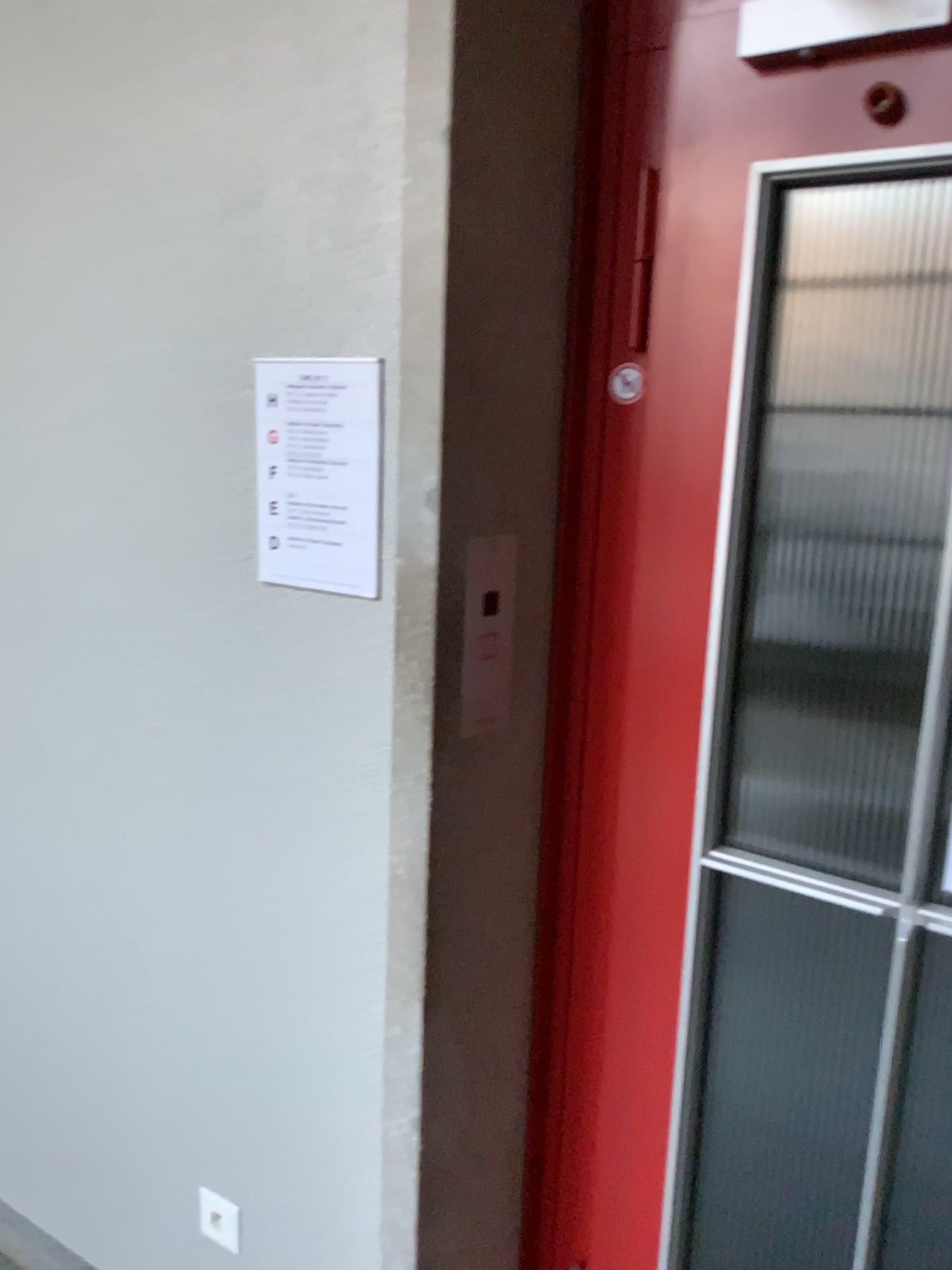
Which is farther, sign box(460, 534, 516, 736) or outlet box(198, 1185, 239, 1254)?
outlet box(198, 1185, 239, 1254)

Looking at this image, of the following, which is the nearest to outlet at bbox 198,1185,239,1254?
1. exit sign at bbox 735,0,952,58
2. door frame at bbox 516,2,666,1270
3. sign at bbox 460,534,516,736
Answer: door frame at bbox 516,2,666,1270

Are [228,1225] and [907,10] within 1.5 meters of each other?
no

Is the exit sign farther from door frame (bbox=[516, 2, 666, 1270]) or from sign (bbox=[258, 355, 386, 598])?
sign (bbox=[258, 355, 386, 598])

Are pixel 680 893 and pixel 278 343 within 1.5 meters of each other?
yes

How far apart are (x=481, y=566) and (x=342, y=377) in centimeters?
30cm

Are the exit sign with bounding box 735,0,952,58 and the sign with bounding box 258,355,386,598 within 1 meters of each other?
A: yes

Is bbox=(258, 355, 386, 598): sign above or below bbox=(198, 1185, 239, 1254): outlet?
above

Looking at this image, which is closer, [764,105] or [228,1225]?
[764,105]

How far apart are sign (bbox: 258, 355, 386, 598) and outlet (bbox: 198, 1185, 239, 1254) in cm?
106
